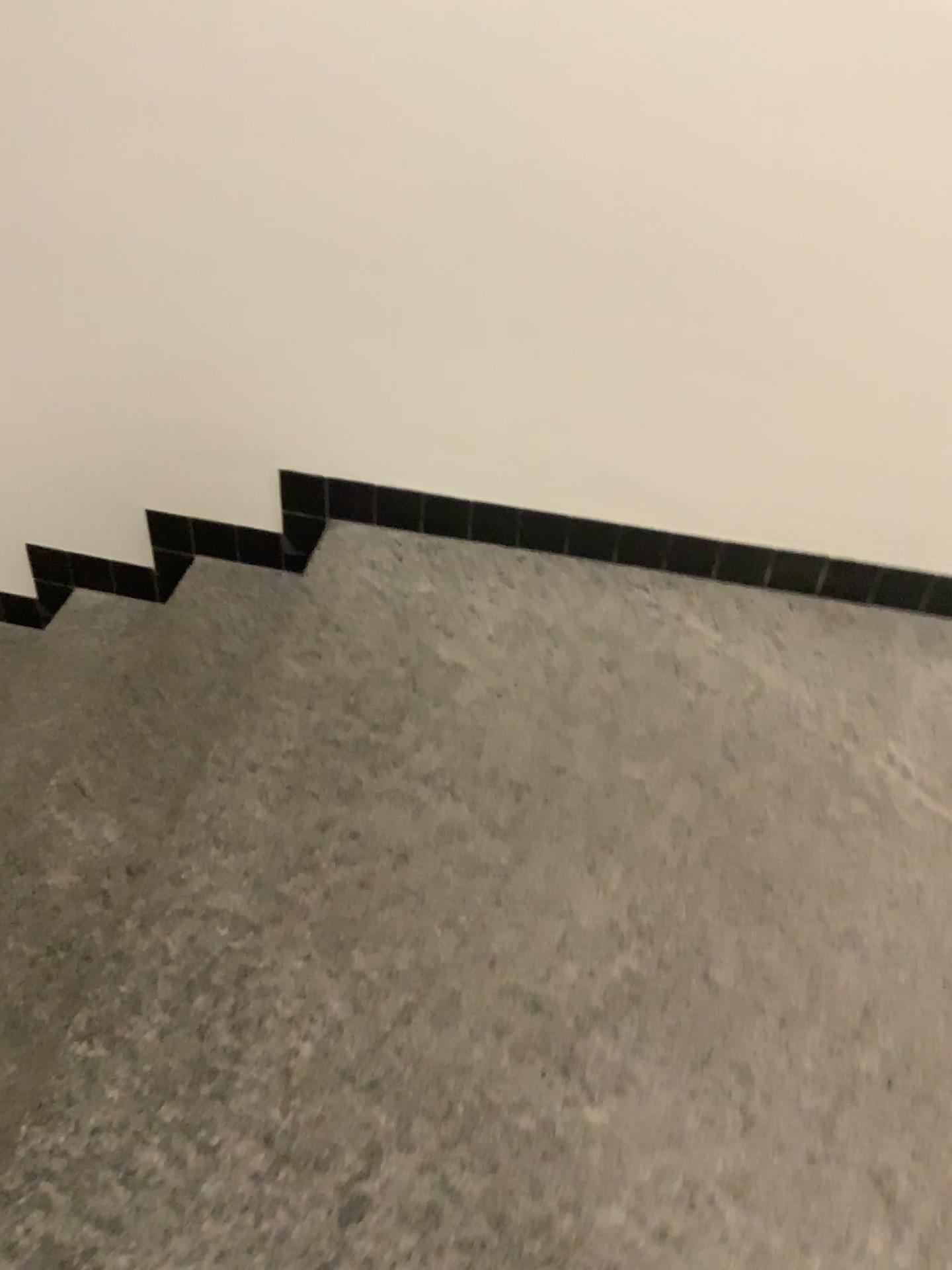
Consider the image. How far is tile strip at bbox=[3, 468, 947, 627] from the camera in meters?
2.0 m

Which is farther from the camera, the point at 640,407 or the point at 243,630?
the point at 243,630

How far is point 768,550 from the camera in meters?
2.0
